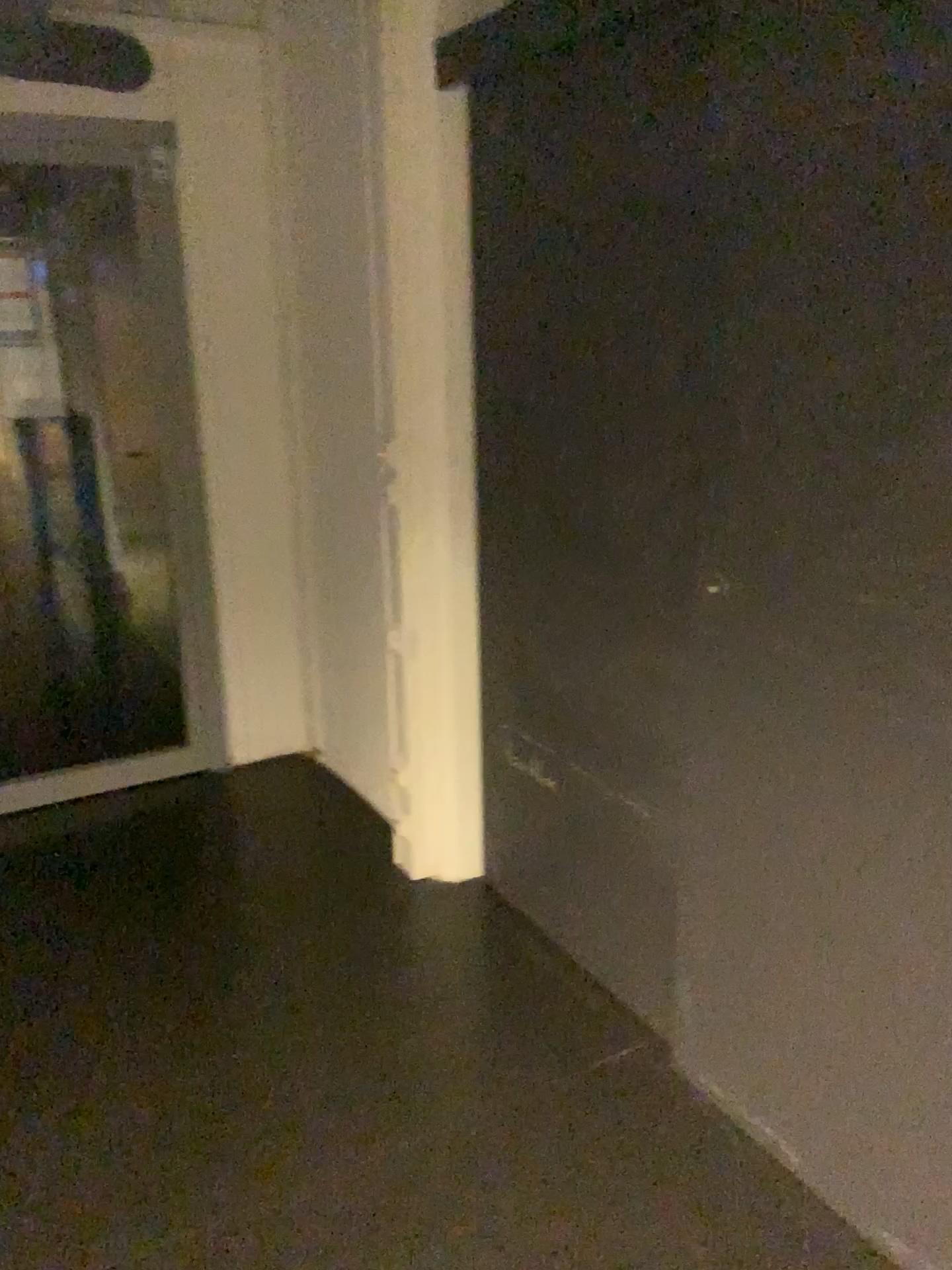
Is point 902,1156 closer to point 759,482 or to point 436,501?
point 759,482
